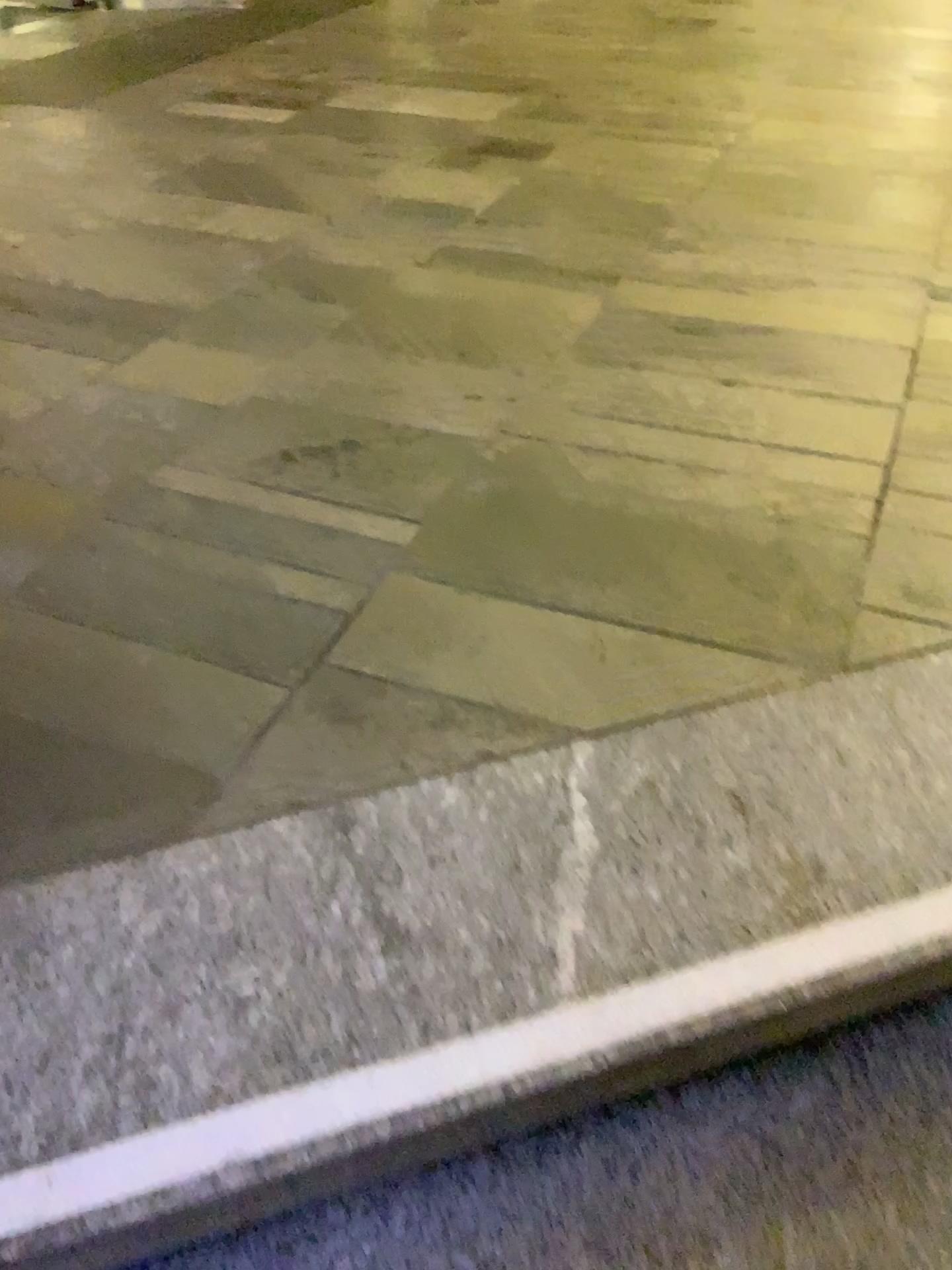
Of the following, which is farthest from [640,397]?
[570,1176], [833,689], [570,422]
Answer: [570,1176]
